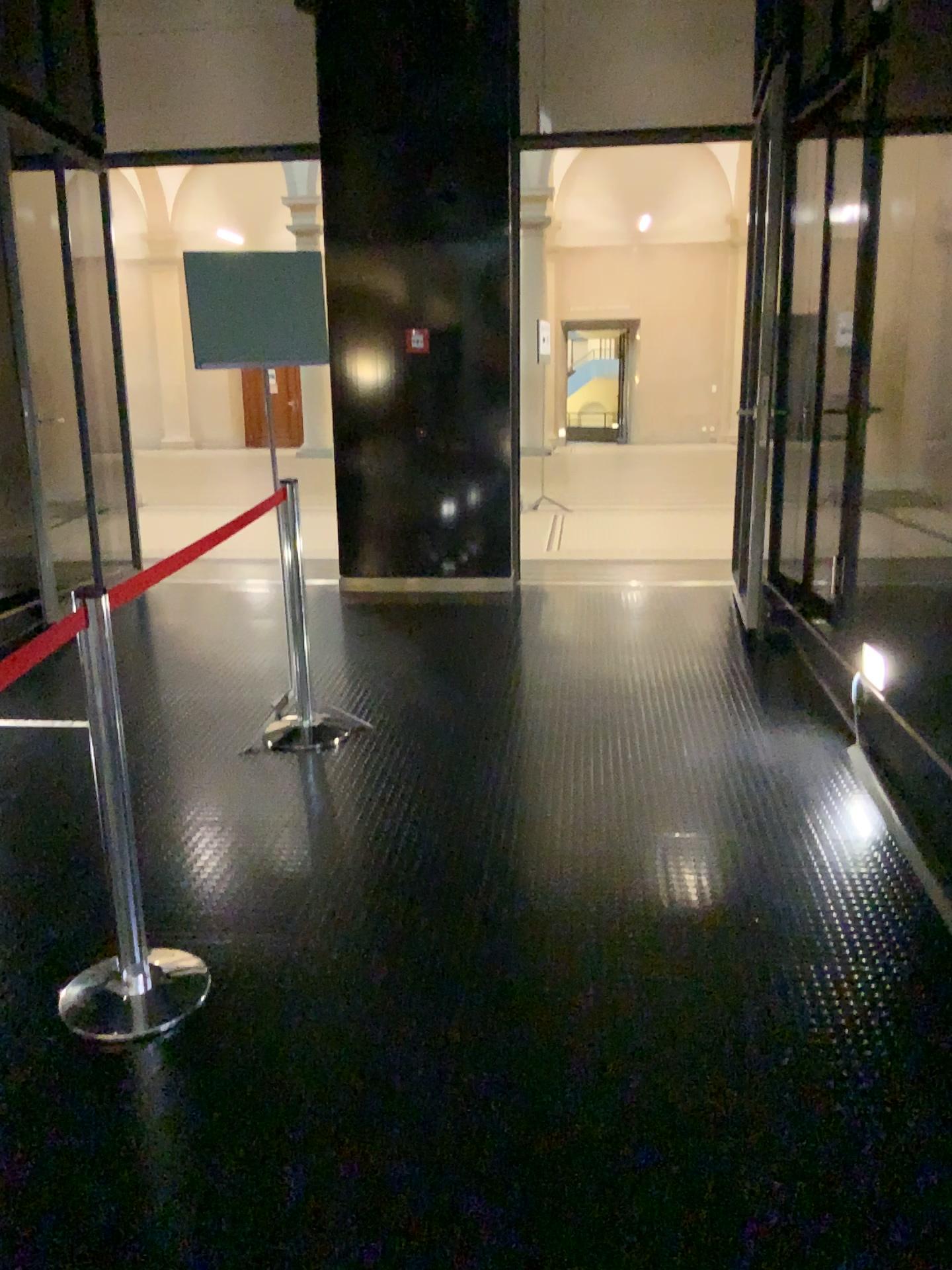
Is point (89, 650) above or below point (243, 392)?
below

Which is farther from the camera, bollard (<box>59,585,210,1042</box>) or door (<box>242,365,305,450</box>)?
door (<box>242,365,305,450</box>)

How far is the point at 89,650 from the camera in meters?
A: 2.4

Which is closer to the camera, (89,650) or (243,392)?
(89,650)

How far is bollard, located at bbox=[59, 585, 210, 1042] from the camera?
2.4 meters

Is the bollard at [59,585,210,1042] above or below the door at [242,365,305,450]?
below

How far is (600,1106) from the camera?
2.1m
